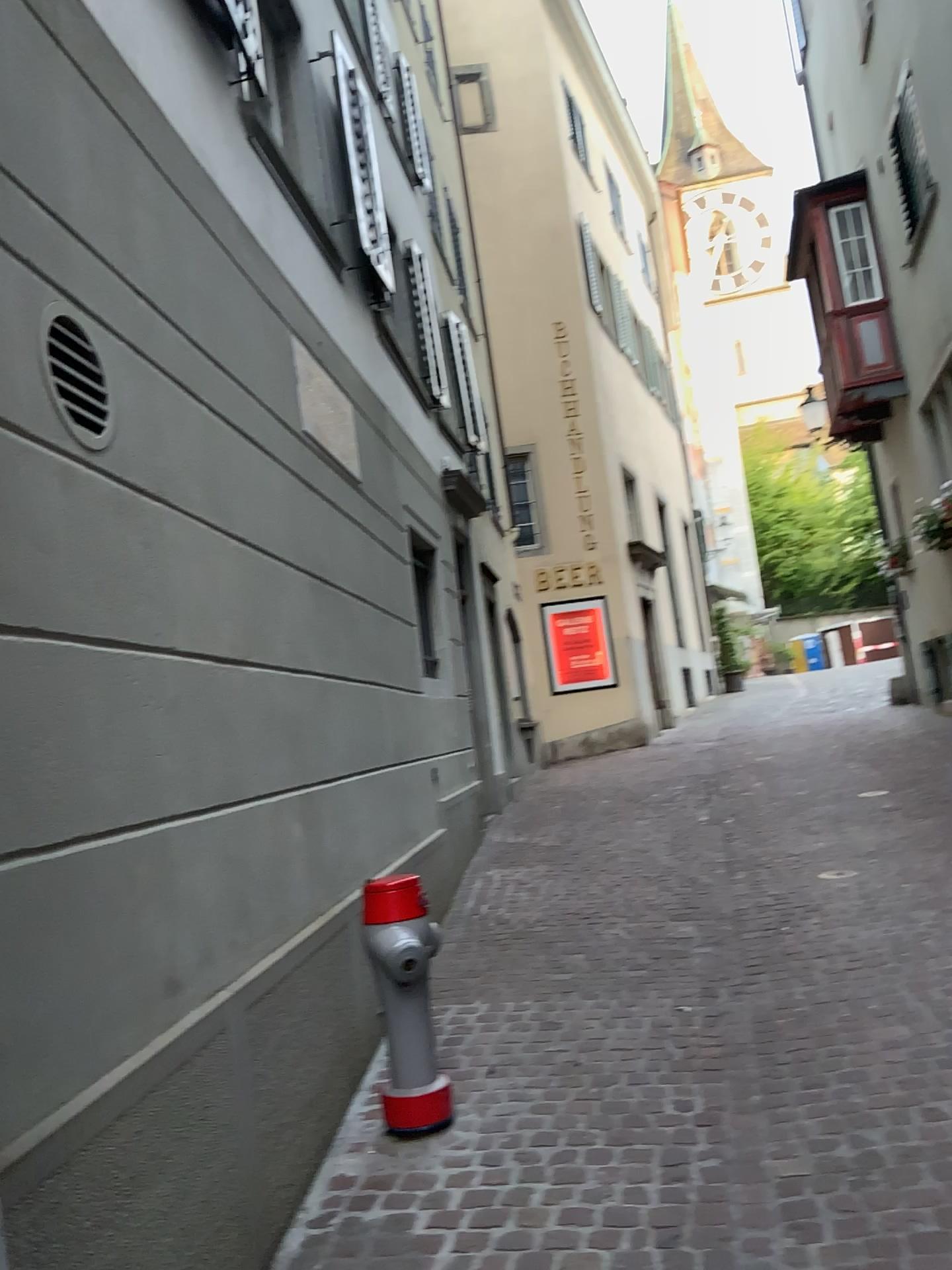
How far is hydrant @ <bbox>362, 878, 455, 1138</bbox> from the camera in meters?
3.3 m

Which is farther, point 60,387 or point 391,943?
point 391,943

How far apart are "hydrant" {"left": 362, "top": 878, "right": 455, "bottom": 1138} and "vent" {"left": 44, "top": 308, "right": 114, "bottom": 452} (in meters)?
1.60

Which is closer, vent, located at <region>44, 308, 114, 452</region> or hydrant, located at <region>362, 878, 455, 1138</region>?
vent, located at <region>44, 308, 114, 452</region>

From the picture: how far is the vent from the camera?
2.35m

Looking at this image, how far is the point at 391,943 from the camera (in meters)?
3.28

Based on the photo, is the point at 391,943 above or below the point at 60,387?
below

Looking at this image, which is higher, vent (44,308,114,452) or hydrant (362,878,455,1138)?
vent (44,308,114,452)

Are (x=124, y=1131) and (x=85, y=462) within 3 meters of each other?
yes
